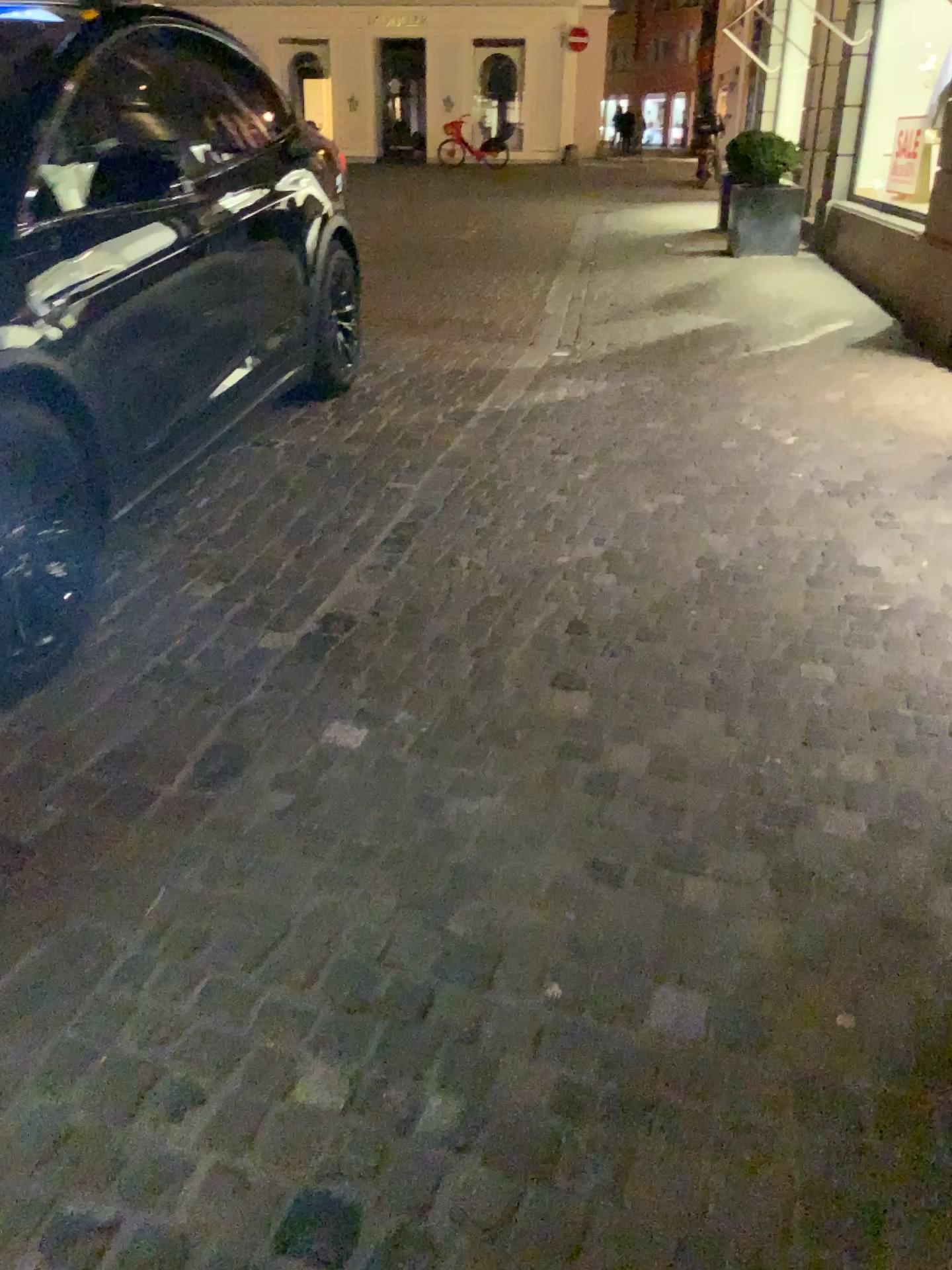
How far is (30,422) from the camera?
2.5m

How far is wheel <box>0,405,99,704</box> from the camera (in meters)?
2.54

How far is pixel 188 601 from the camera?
3.1m
